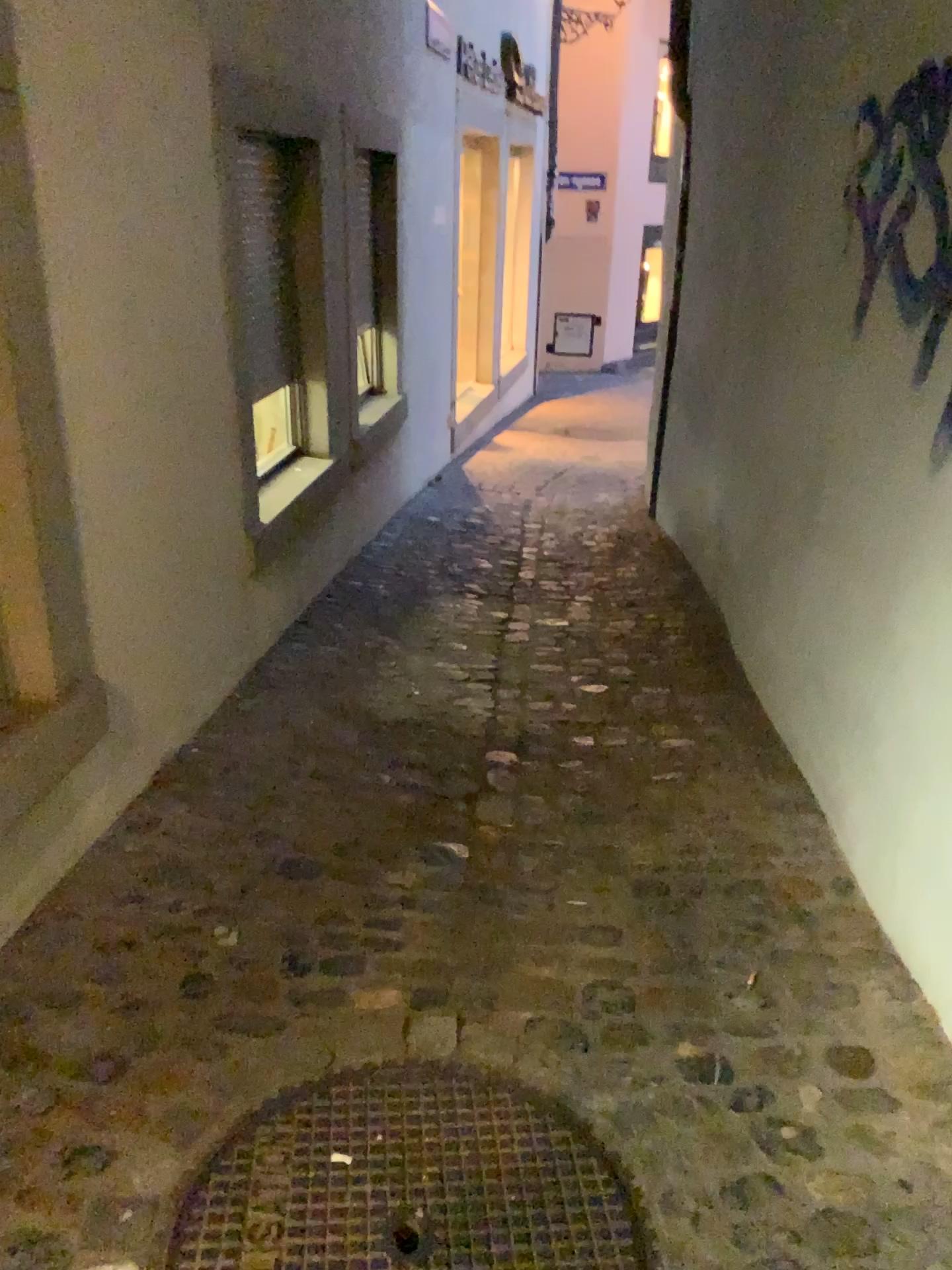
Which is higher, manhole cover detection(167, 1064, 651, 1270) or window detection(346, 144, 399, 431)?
window detection(346, 144, 399, 431)

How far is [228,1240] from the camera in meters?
1.5 m

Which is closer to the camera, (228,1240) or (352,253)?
(228,1240)

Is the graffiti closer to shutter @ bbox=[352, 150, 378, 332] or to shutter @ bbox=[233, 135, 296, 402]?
shutter @ bbox=[233, 135, 296, 402]

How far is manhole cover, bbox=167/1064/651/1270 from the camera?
1.5m

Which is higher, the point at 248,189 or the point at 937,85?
the point at 937,85

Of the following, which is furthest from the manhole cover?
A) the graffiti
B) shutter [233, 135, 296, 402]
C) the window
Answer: the window

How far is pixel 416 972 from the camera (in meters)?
2.08

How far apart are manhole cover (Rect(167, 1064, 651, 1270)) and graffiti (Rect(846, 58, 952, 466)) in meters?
1.7

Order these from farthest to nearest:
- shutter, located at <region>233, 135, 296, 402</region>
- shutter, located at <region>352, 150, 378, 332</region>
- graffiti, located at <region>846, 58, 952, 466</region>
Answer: shutter, located at <region>352, 150, 378, 332</region>, shutter, located at <region>233, 135, 296, 402</region>, graffiti, located at <region>846, 58, 952, 466</region>
